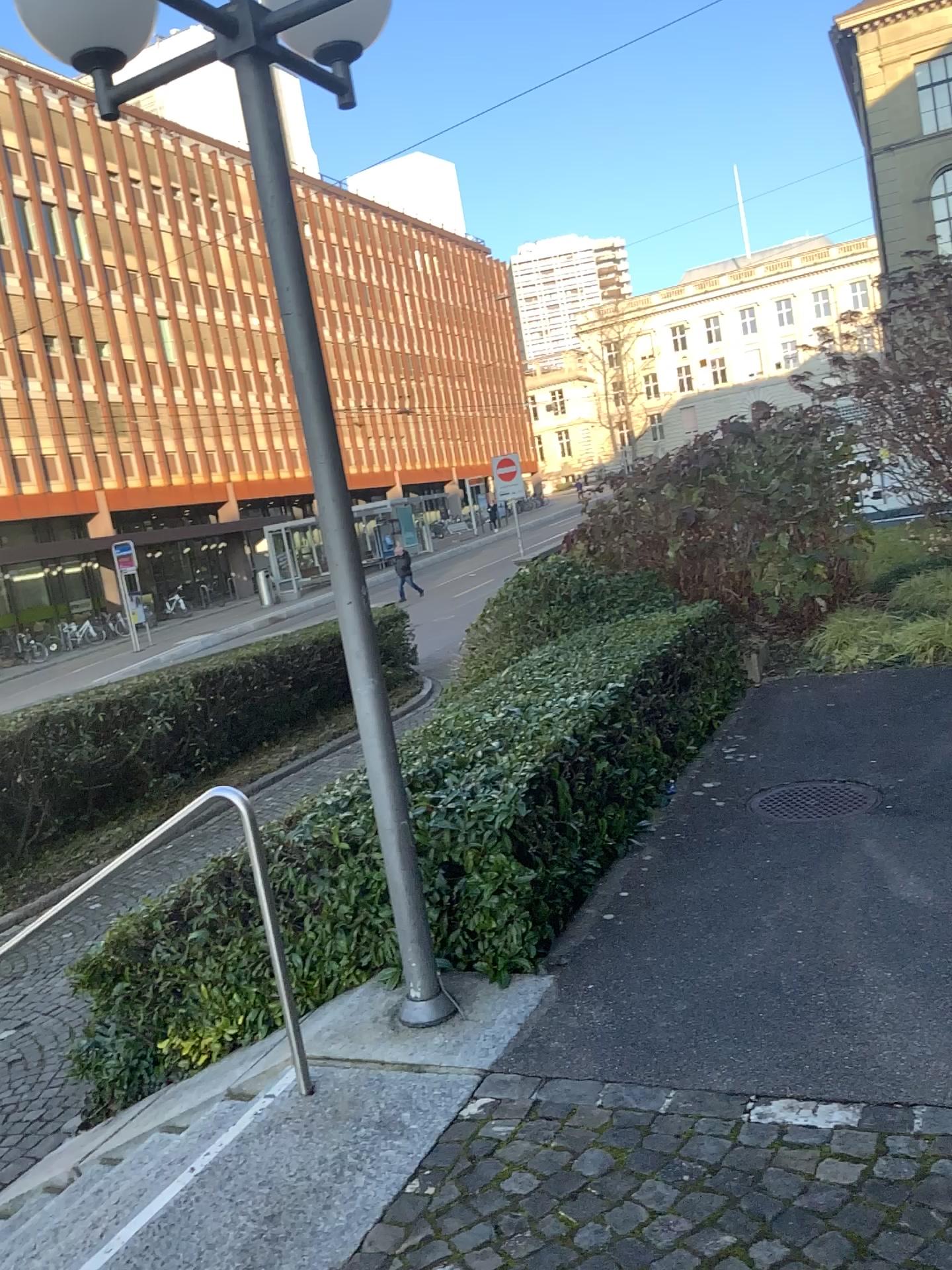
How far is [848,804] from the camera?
5.1m

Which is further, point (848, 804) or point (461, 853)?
point (848, 804)

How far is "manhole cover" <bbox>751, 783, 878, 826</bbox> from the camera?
5.1m

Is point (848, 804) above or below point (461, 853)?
below

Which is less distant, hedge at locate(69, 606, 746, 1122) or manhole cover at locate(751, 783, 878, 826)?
hedge at locate(69, 606, 746, 1122)

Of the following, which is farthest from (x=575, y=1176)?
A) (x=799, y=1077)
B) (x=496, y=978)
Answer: (x=496, y=978)
